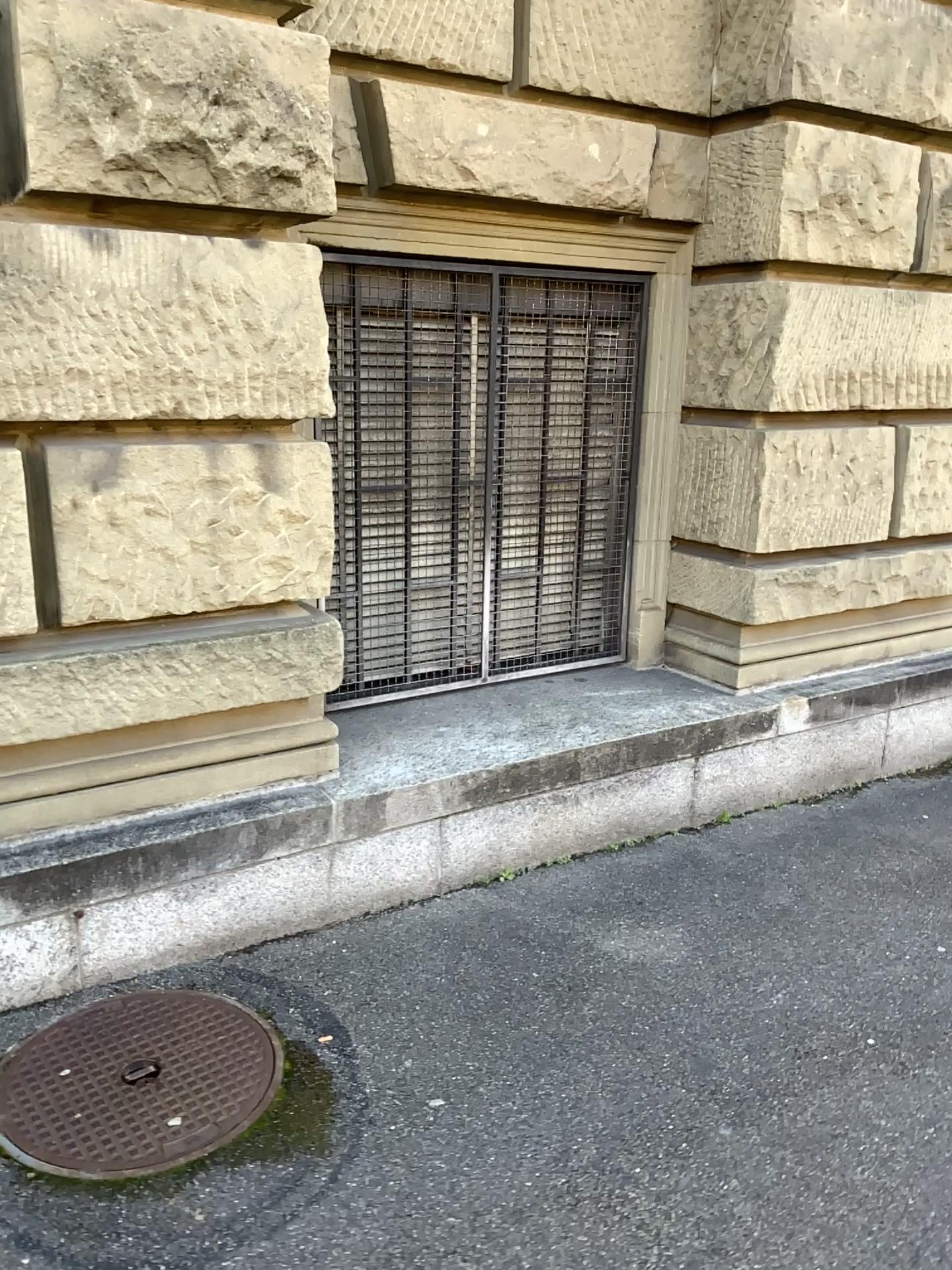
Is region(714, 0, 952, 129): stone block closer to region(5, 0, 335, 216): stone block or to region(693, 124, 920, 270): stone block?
region(693, 124, 920, 270): stone block

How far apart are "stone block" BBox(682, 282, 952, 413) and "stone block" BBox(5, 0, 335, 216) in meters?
1.7 m

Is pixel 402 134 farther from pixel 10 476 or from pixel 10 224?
pixel 10 476

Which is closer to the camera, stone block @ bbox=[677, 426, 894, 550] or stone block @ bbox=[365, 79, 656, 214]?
stone block @ bbox=[365, 79, 656, 214]

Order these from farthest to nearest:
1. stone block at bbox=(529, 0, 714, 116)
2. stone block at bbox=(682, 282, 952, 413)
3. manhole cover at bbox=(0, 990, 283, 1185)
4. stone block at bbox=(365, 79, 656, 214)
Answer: stone block at bbox=(682, 282, 952, 413)
stone block at bbox=(529, 0, 714, 116)
stone block at bbox=(365, 79, 656, 214)
manhole cover at bbox=(0, 990, 283, 1185)

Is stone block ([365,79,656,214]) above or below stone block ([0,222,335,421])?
above

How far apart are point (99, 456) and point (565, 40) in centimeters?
212cm

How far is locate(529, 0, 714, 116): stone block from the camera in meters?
3.5

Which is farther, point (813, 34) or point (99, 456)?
point (813, 34)

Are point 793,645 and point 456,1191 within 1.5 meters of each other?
no
